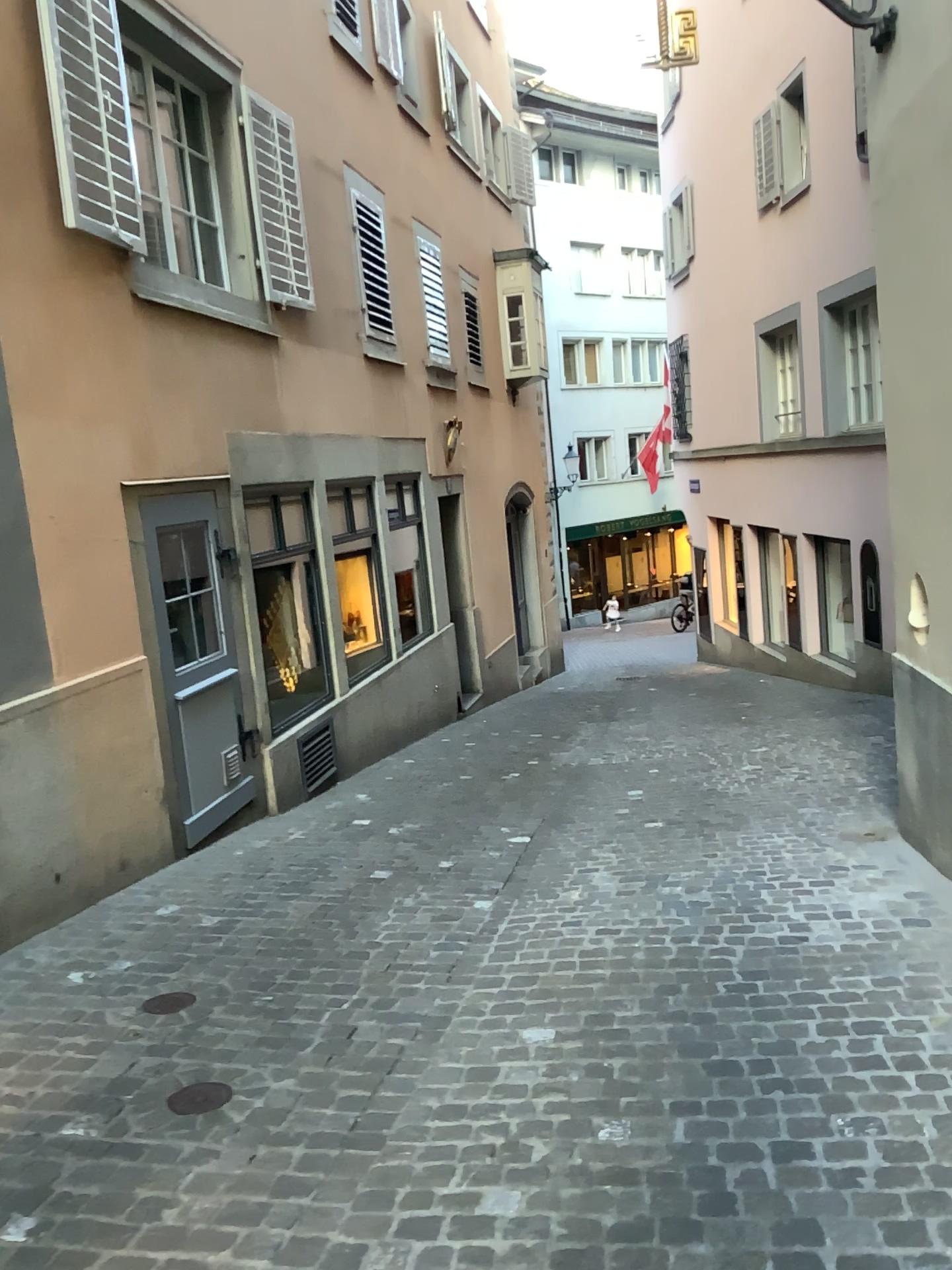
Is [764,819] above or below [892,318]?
below
